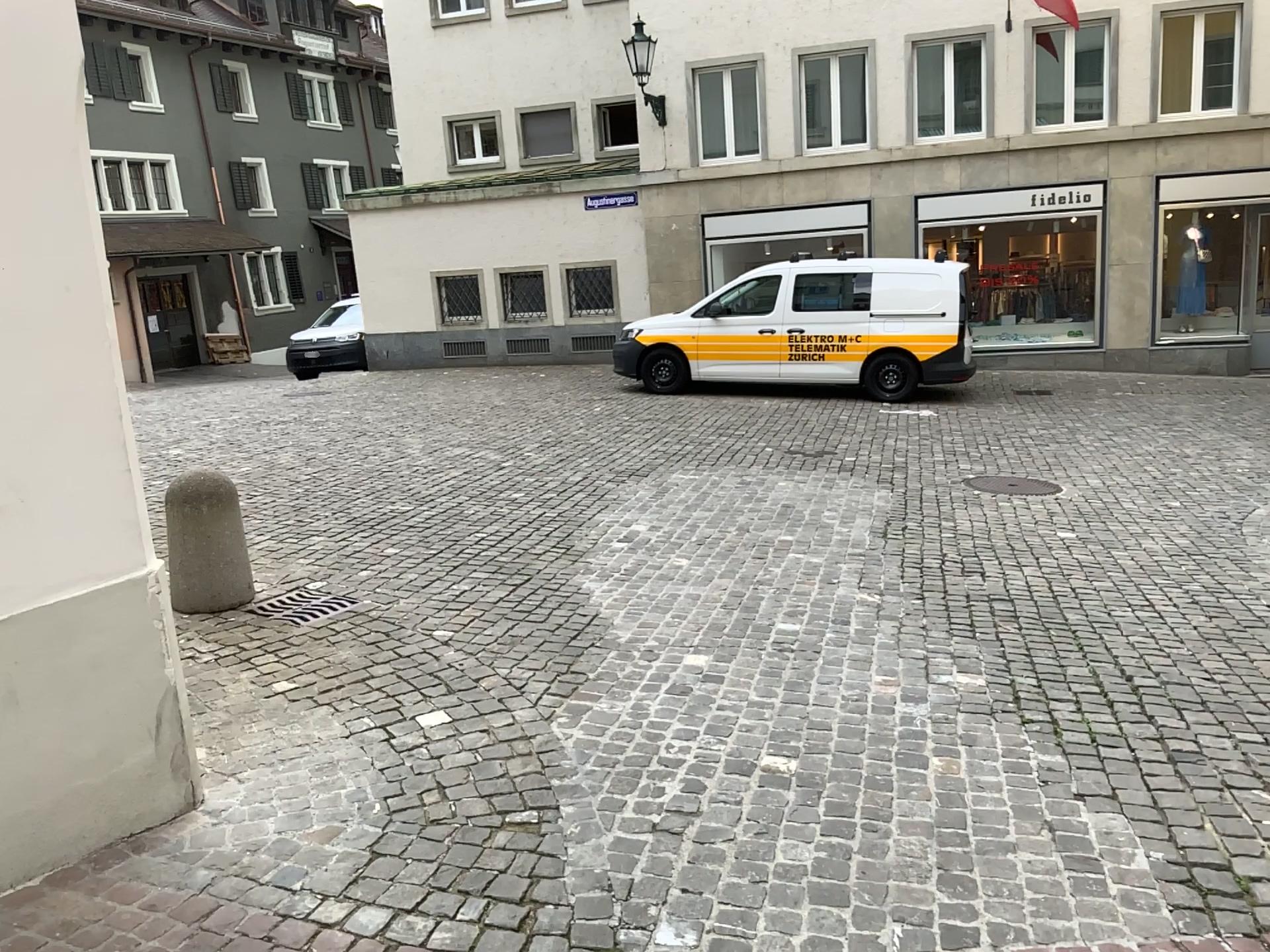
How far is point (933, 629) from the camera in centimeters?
487cm
